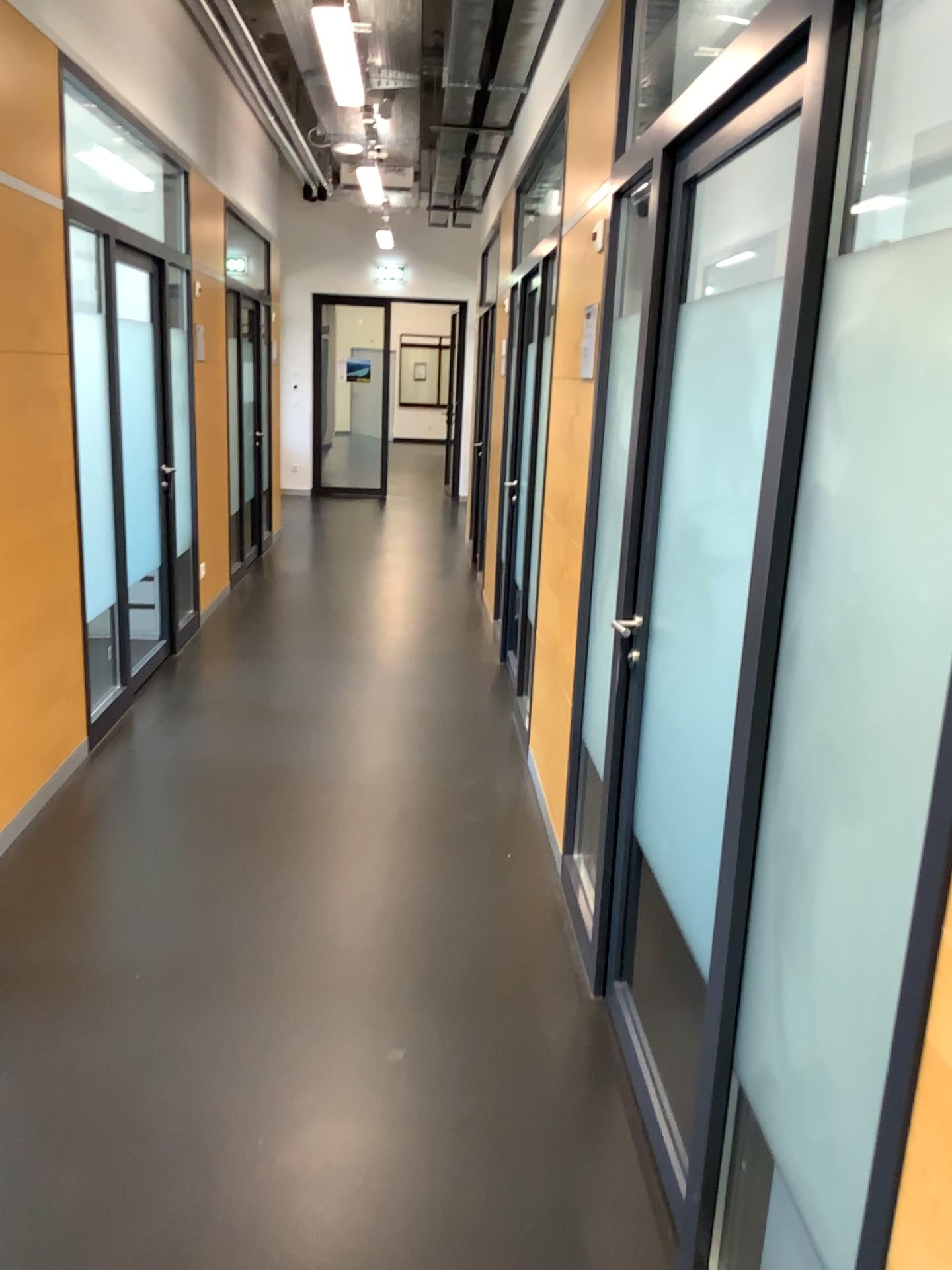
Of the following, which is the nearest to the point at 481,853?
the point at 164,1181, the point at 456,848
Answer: the point at 456,848
